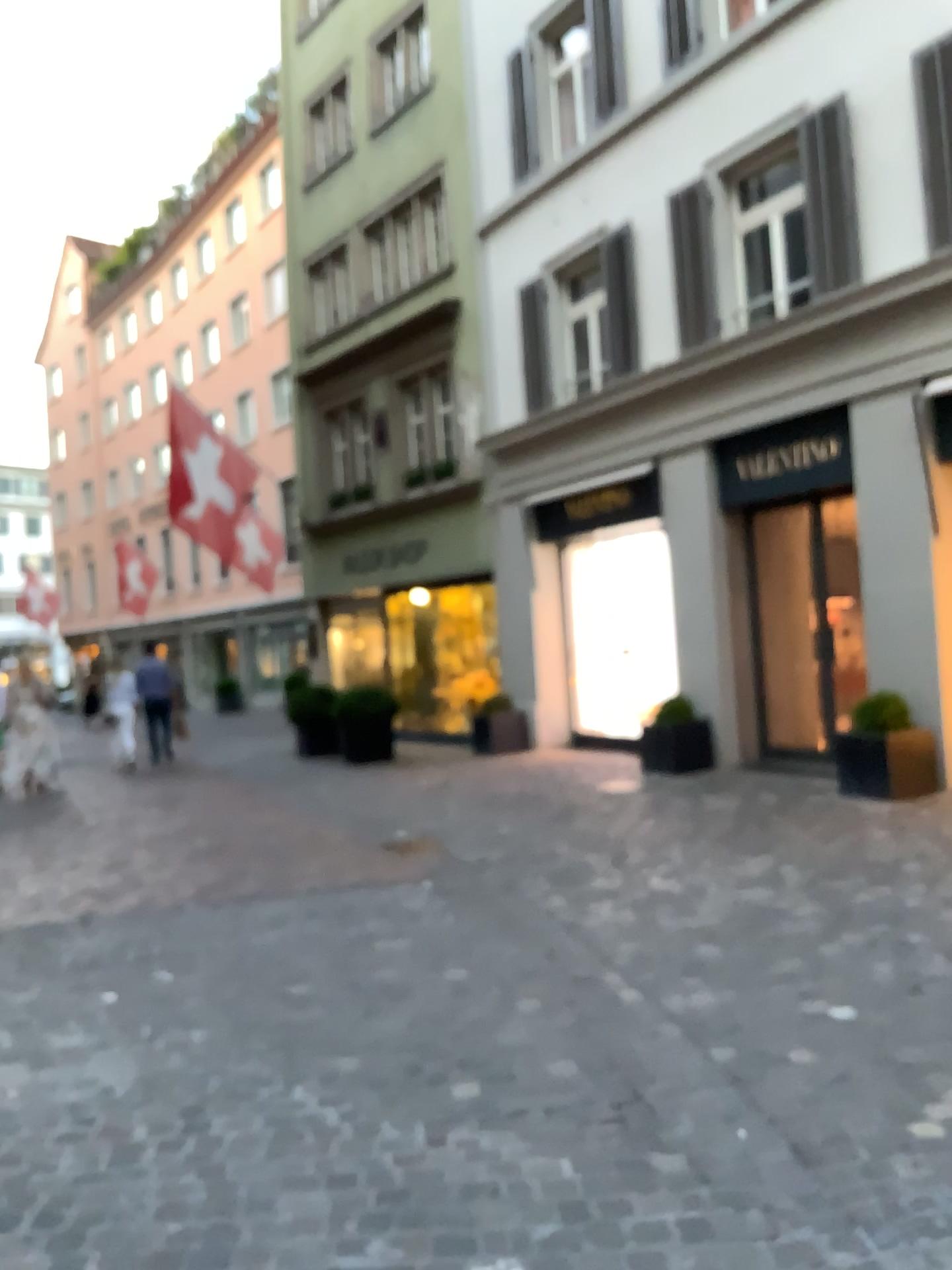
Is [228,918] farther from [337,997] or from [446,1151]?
[446,1151]
